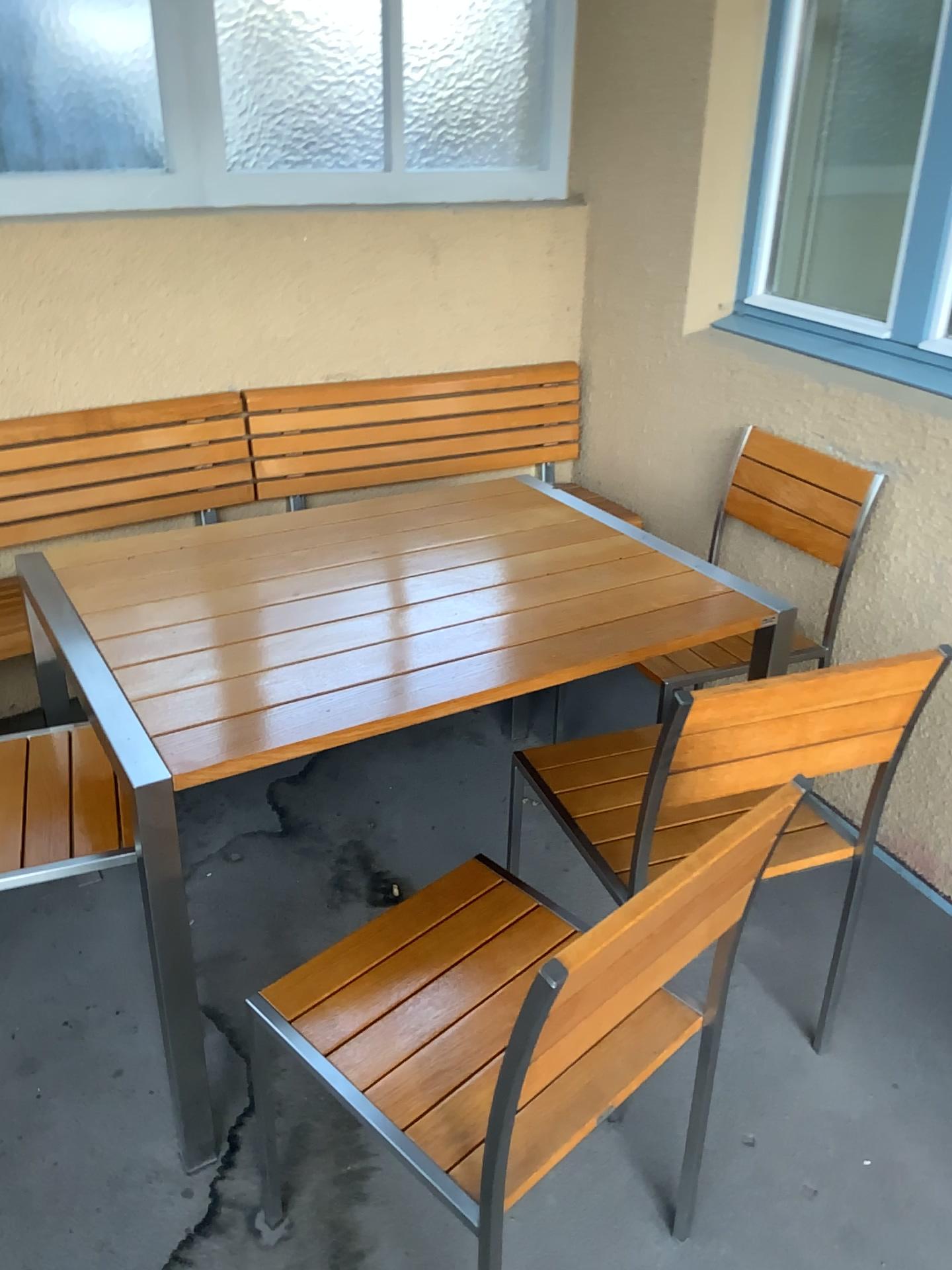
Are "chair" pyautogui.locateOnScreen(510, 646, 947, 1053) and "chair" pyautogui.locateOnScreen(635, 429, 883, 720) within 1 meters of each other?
yes

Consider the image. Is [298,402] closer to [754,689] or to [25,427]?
[25,427]

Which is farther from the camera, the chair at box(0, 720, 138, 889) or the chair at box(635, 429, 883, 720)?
the chair at box(635, 429, 883, 720)

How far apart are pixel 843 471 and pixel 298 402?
1.51m

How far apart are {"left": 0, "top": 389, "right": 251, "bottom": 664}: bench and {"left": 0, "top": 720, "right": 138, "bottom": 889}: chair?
0.8m

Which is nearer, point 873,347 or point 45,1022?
point 45,1022

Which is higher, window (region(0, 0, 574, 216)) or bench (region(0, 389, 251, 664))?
window (region(0, 0, 574, 216))

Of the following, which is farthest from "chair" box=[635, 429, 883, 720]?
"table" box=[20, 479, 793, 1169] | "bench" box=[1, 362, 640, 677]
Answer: "bench" box=[1, 362, 640, 677]

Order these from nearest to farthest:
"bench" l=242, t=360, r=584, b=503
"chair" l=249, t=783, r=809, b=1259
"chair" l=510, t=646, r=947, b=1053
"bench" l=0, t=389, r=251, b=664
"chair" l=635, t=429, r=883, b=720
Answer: "chair" l=249, t=783, r=809, b=1259 < "chair" l=510, t=646, r=947, b=1053 < "chair" l=635, t=429, r=883, b=720 < "bench" l=0, t=389, r=251, b=664 < "bench" l=242, t=360, r=584, b=503

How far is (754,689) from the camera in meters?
1.5 m
